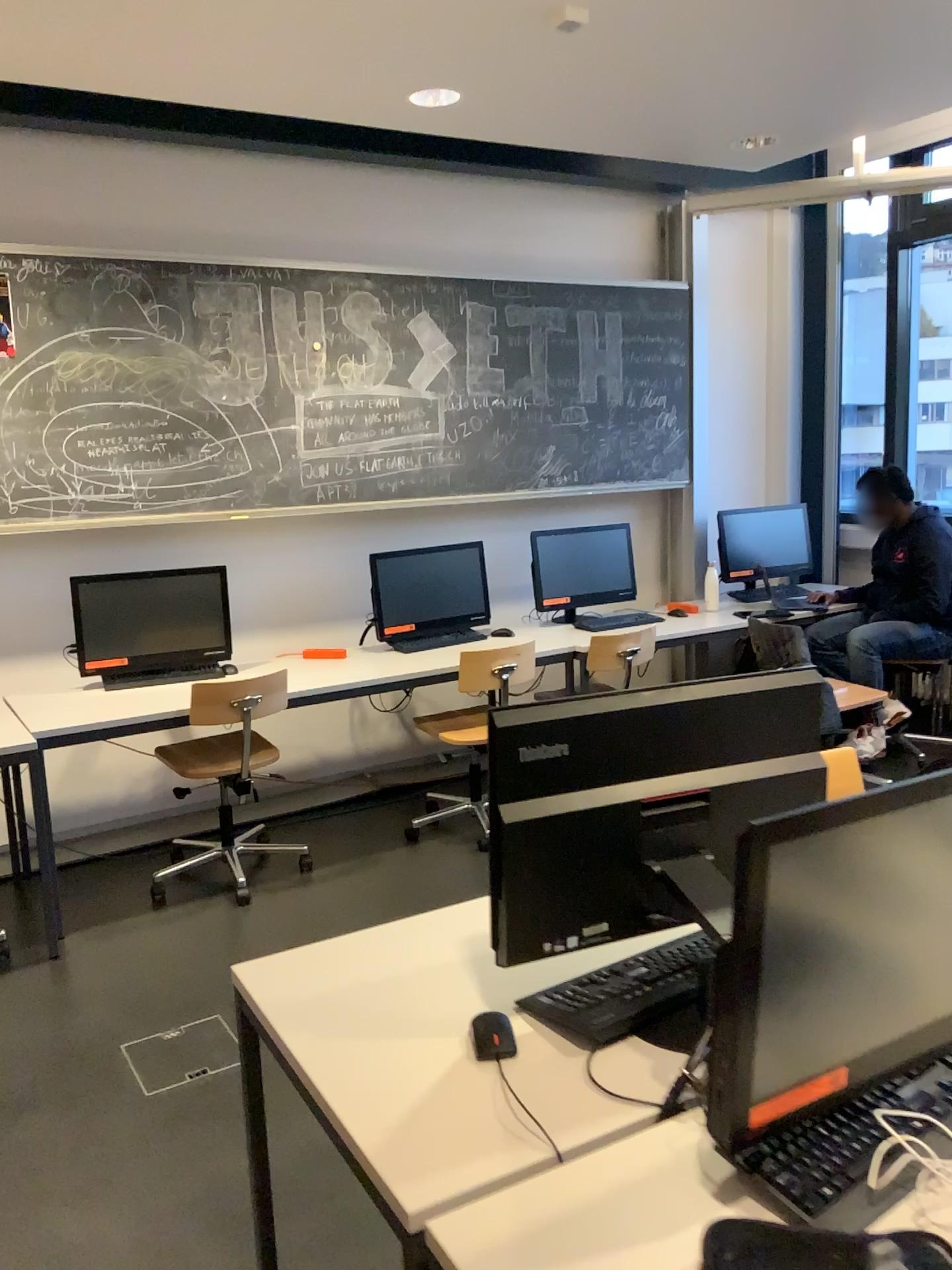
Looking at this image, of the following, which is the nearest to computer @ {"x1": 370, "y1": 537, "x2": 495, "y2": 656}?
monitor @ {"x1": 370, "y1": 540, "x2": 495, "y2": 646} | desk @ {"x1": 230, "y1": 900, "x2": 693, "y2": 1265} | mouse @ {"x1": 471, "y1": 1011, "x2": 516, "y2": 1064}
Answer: Answer: monitor @ {"x1": 370, "y1": 540, "x2": 495, "y2": 646}

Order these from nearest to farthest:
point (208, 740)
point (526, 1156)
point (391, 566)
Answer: point (526, 1156) < point (208, 740) < point (391, 566)

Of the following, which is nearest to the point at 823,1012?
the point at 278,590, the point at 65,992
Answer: the point at 65,992

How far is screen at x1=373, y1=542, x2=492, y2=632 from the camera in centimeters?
470cm

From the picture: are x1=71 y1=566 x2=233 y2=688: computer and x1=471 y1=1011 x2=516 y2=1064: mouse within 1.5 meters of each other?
no

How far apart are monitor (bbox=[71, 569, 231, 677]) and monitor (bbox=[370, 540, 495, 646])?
0.7 meters

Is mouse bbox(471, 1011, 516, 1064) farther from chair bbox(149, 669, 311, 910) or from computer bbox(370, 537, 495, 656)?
computer bbox(370, 537, 495, 656)

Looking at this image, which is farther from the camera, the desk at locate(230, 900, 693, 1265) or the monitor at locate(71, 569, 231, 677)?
the monitor at locate(71, 569, 231, 677)

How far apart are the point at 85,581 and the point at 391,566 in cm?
130

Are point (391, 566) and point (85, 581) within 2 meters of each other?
yes
